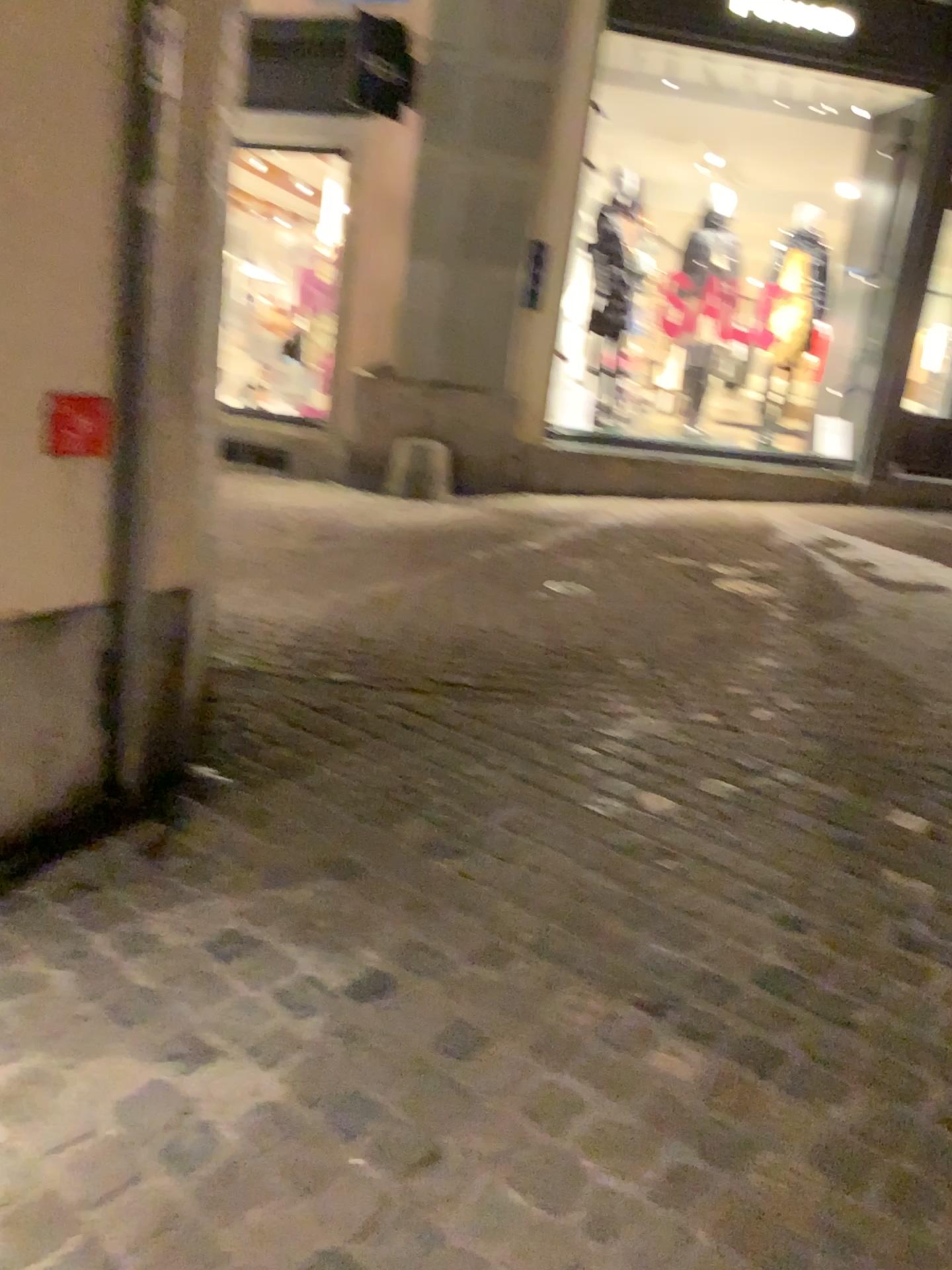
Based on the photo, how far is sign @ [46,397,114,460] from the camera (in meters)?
2.07

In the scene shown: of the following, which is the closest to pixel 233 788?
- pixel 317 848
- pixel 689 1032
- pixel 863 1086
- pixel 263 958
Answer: pixel 317 848

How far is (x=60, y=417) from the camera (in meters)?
2.07
